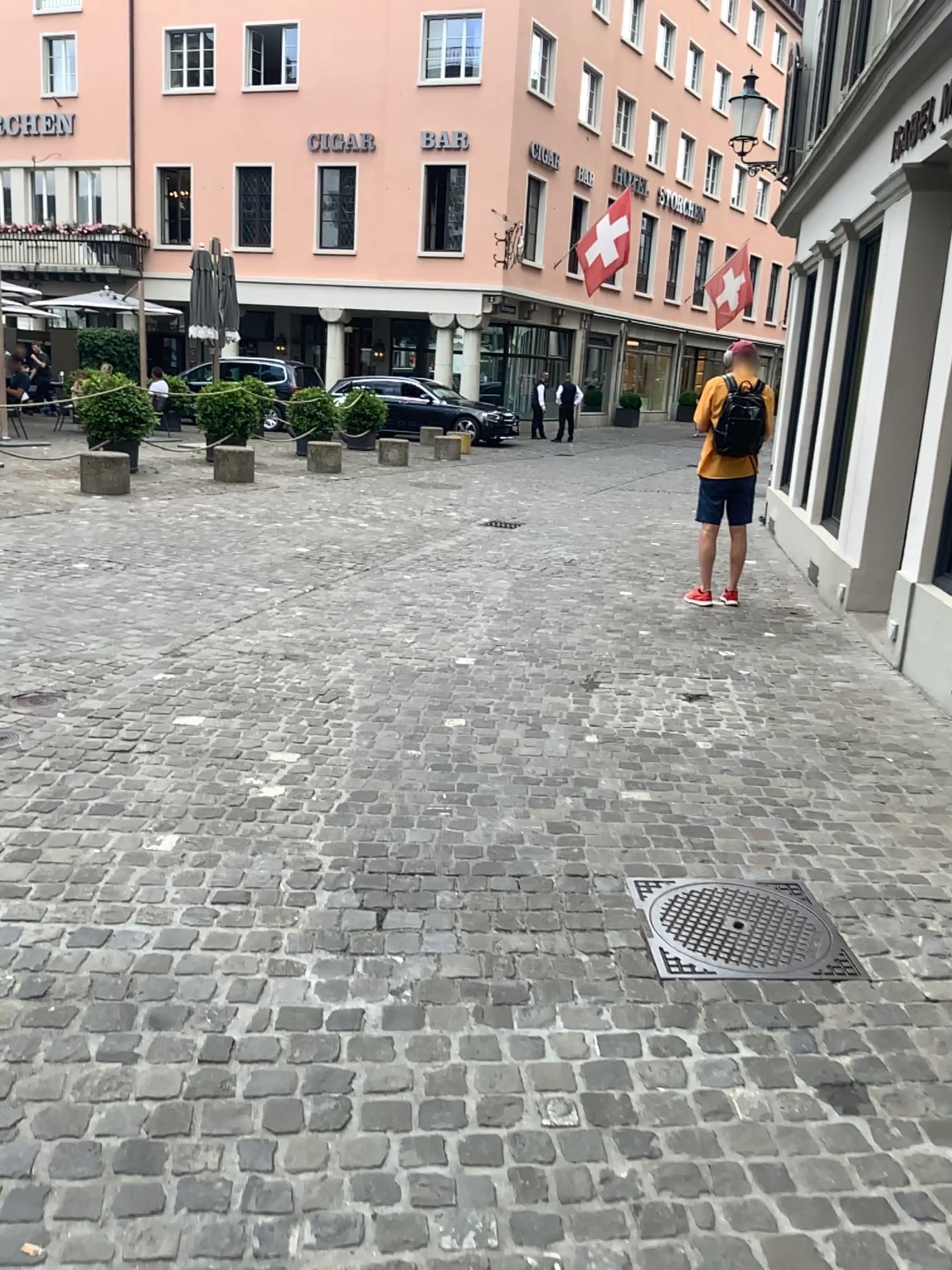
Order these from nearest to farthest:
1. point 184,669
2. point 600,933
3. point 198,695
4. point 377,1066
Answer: point 377,1066 → point 600,933 → point 198,695 → point 184,669
